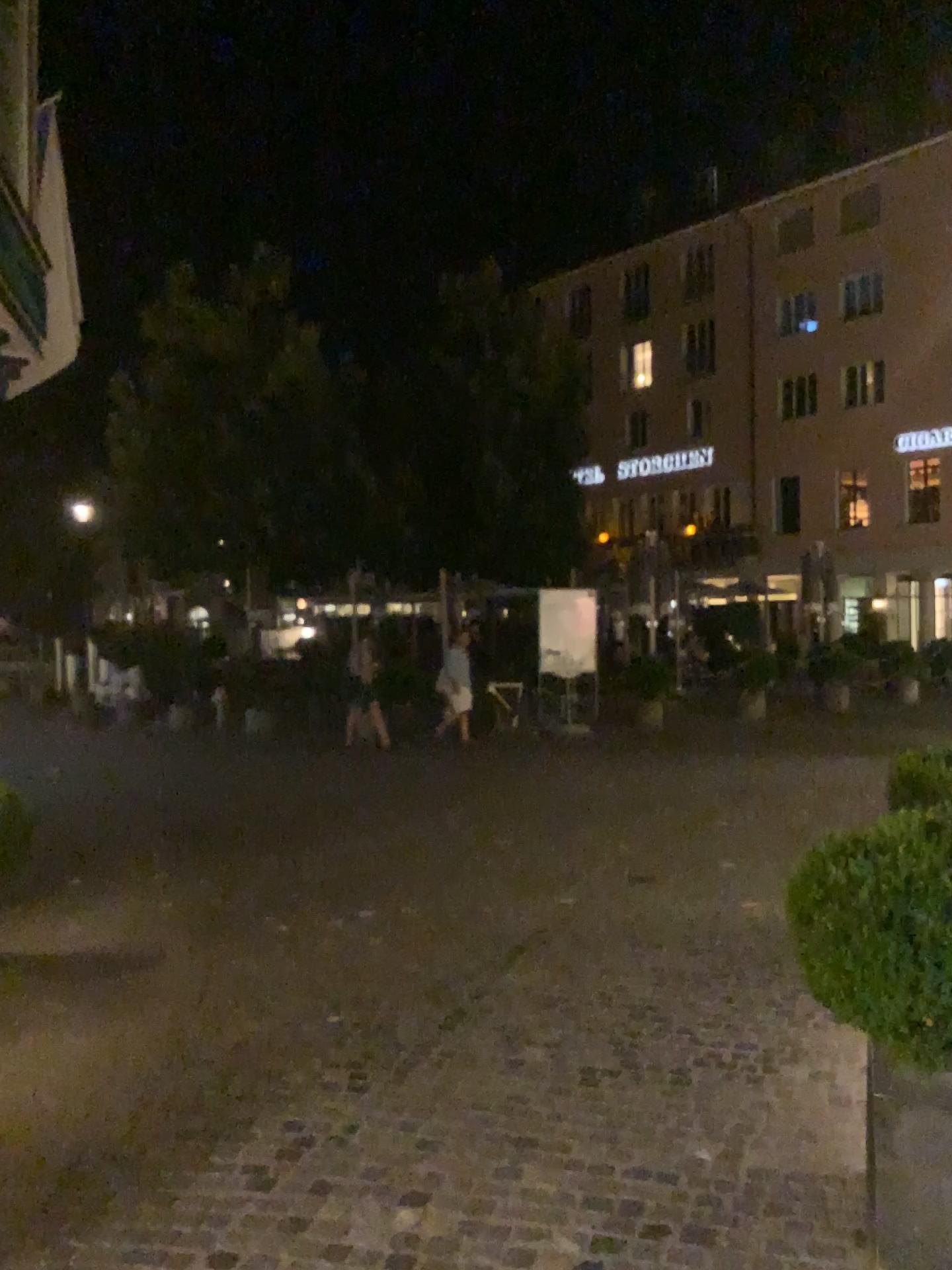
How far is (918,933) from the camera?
2.6 meters

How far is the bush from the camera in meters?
2.6 m

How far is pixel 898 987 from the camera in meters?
2.6
